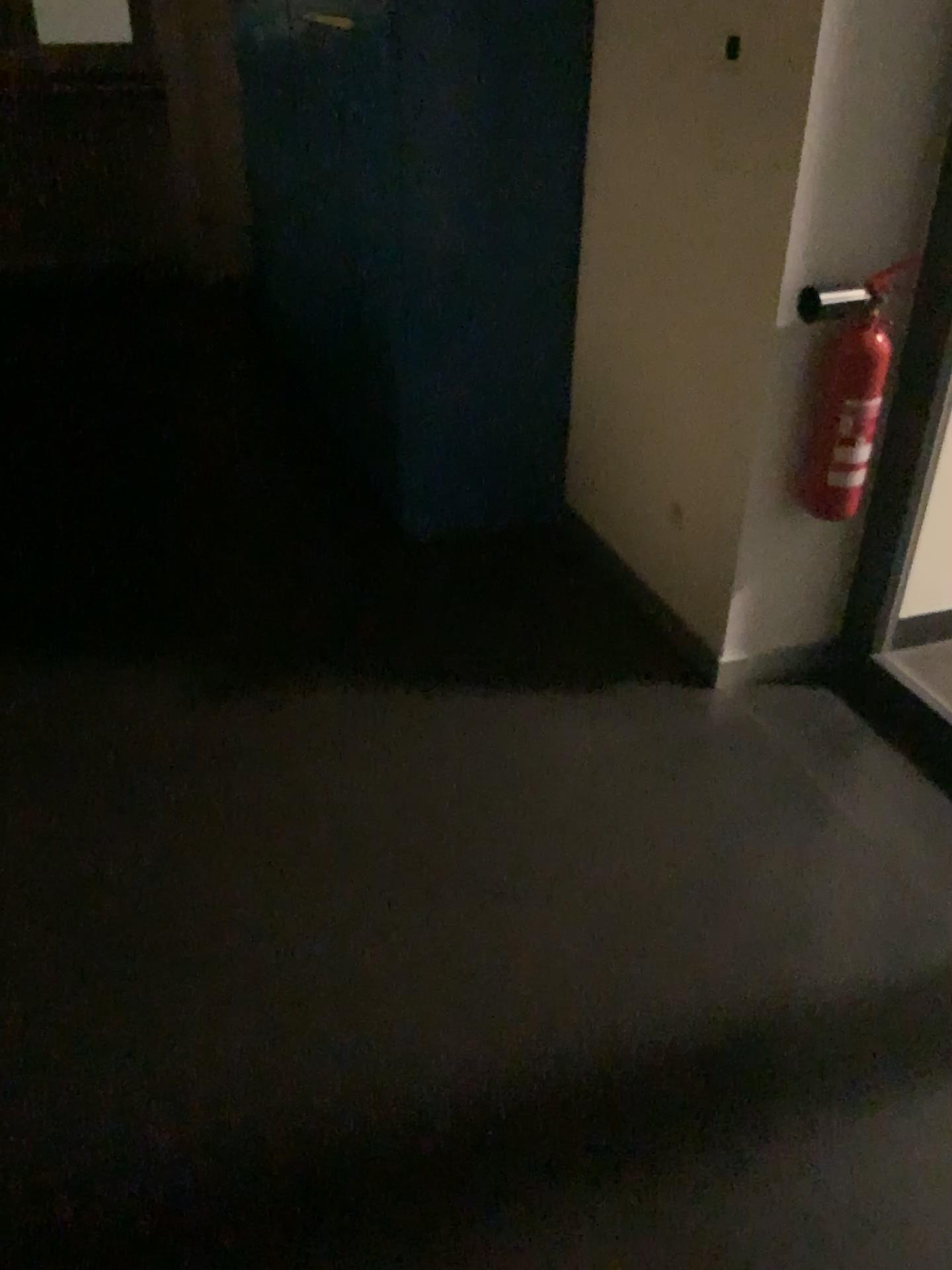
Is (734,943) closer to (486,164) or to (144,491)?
(486,164)

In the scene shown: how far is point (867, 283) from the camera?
2.1m

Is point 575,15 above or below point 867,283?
above

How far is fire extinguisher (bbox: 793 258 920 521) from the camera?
2.12m

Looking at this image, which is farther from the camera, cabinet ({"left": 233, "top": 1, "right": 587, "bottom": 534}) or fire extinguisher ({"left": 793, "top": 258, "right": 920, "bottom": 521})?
cabinet ({"left": 233, "top": 1, "right": 587, "bottom": 534})
